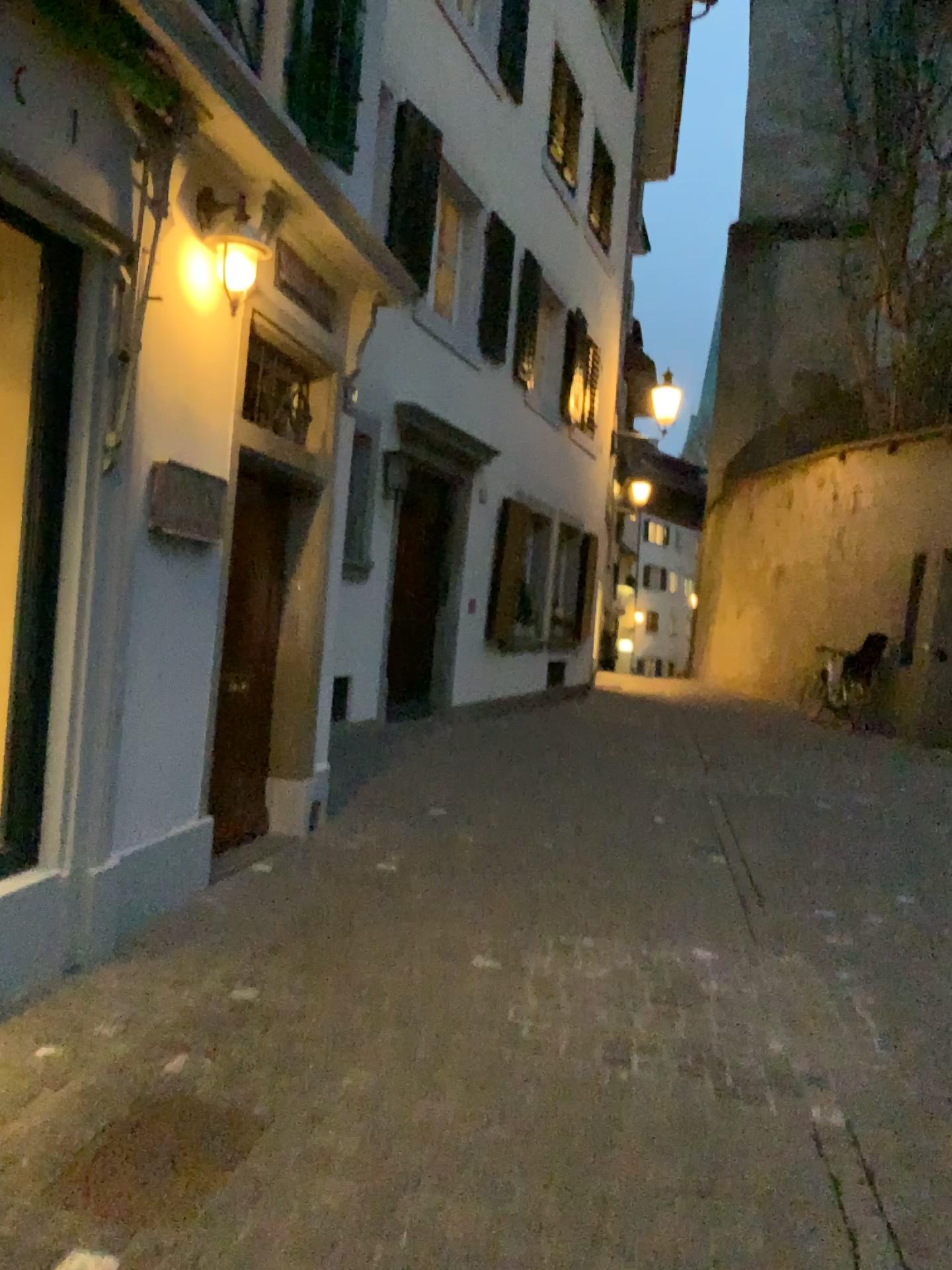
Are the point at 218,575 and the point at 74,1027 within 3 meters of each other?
yes
